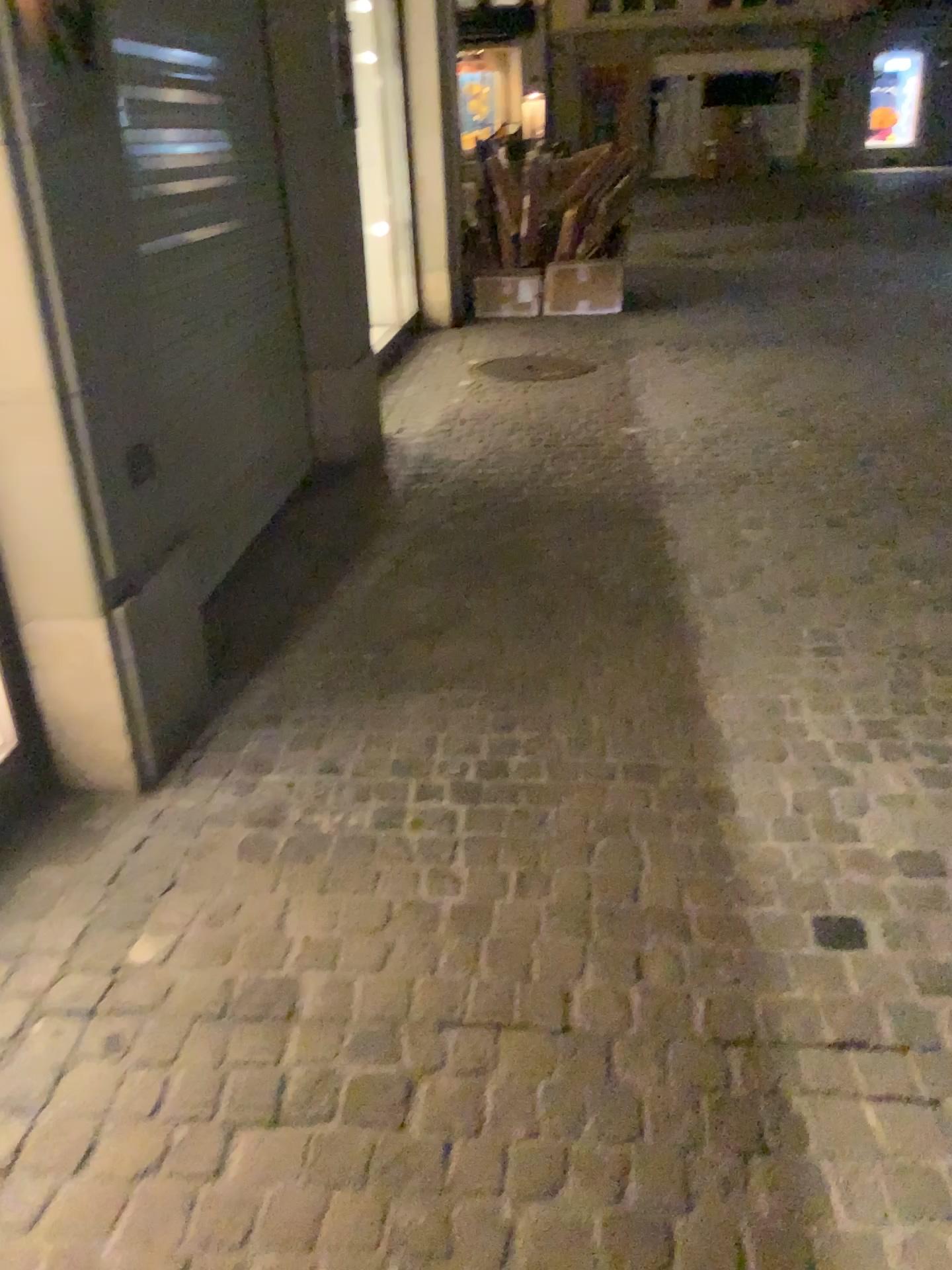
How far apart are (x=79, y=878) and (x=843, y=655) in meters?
2.1 m

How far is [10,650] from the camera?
2.2 meters

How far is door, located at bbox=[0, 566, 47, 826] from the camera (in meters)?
2.22
